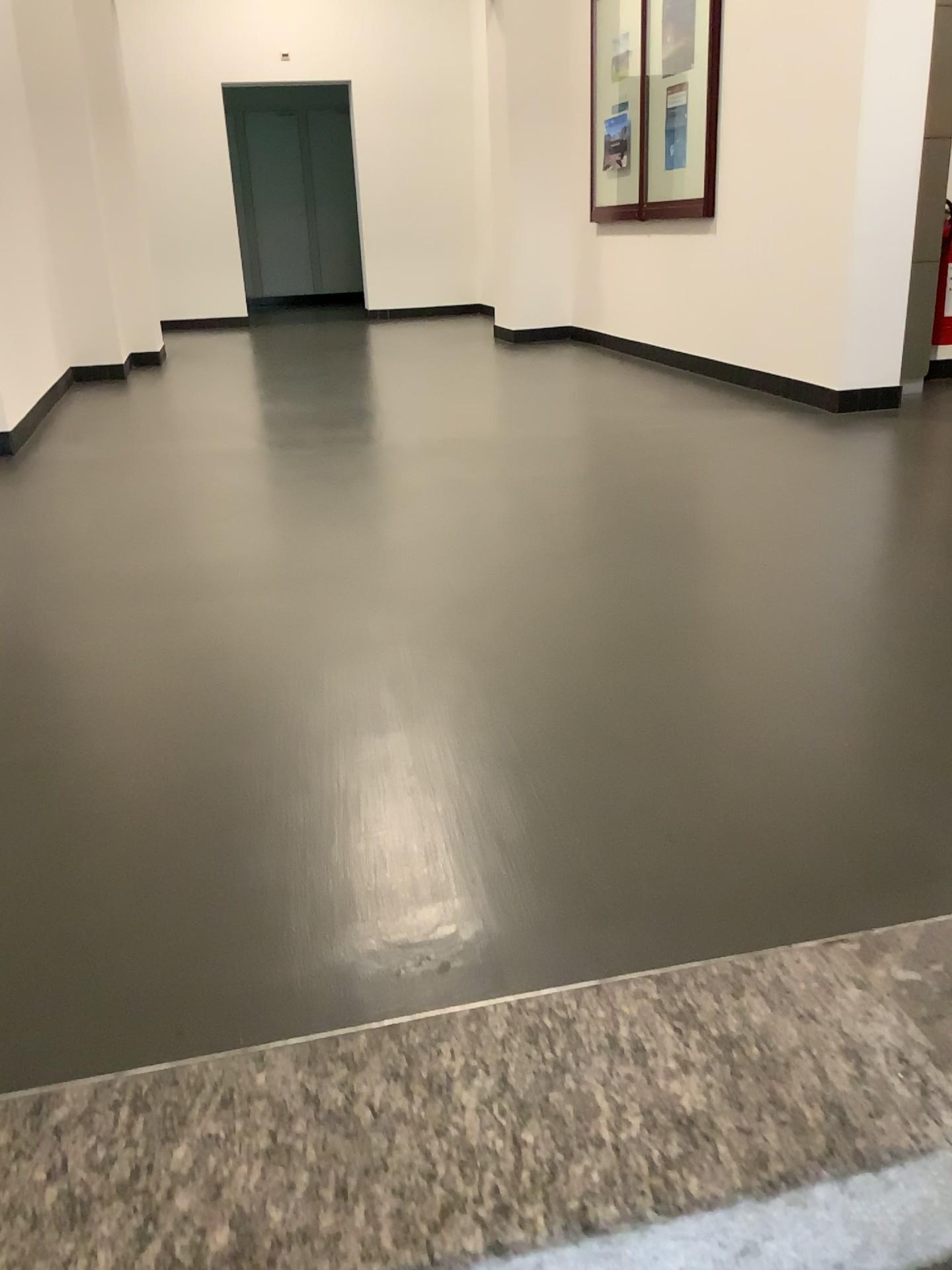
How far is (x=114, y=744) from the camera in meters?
1.9 m
